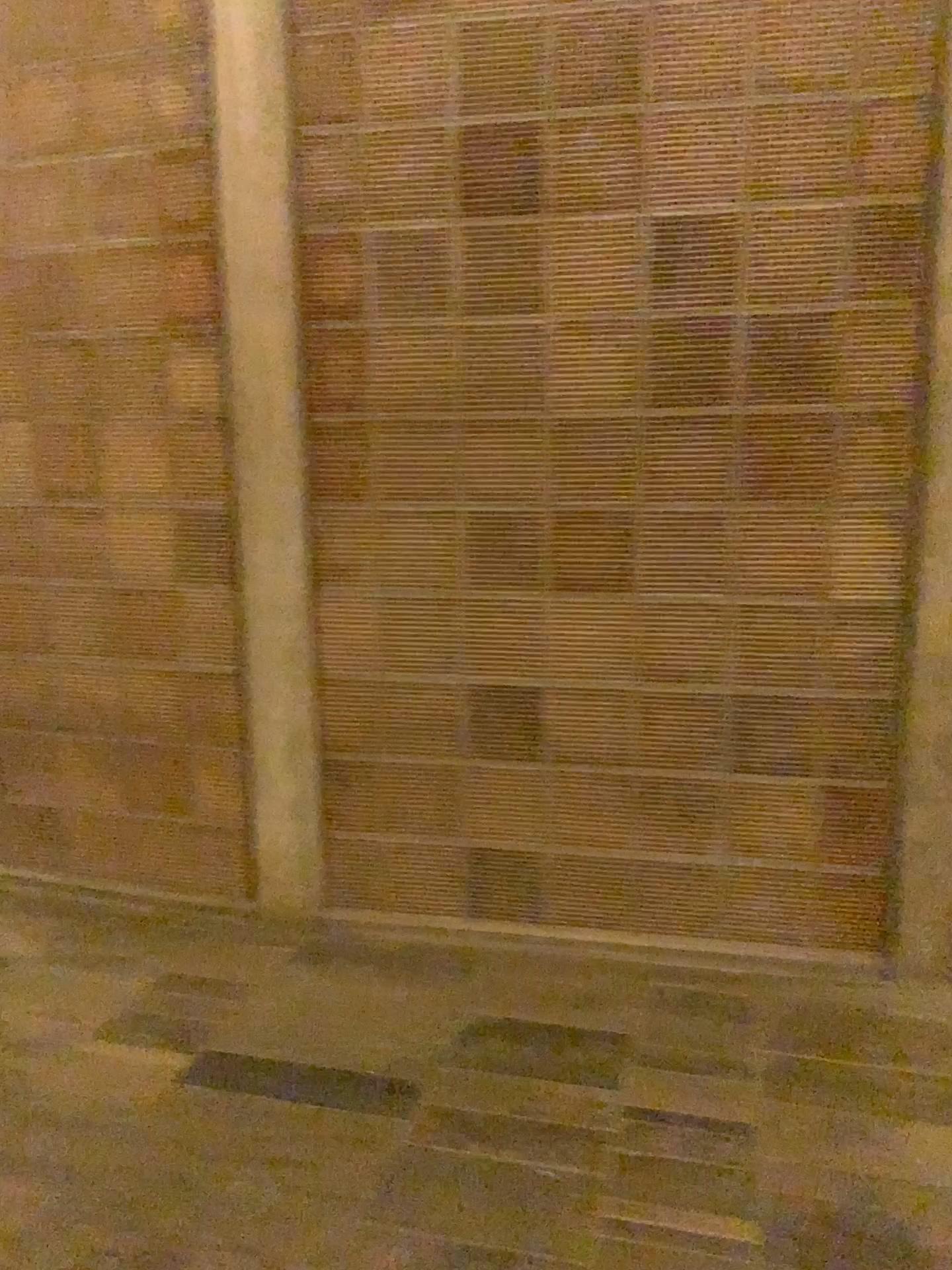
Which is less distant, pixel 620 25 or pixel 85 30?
pixel 620 25

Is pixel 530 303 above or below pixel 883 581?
above

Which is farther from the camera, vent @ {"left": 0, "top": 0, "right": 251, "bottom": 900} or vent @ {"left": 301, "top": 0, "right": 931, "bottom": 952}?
vent @ {"left": 0, "top": 0, "right": 251, "bottom": 900}
